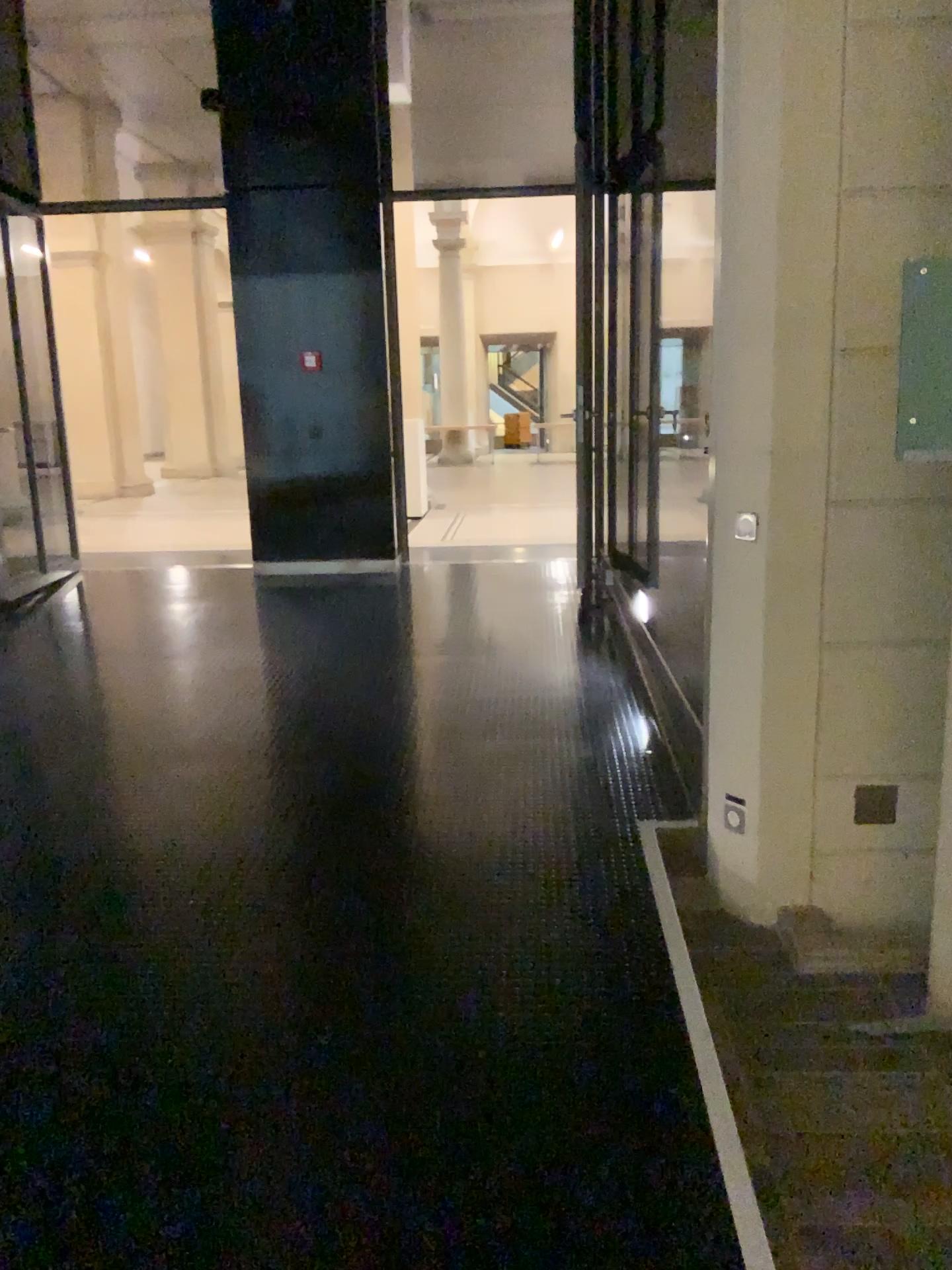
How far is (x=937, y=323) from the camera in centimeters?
210cm

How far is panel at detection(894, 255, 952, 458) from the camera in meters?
2.1 m

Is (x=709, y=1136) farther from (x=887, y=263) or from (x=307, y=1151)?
(x=887, y=263)
